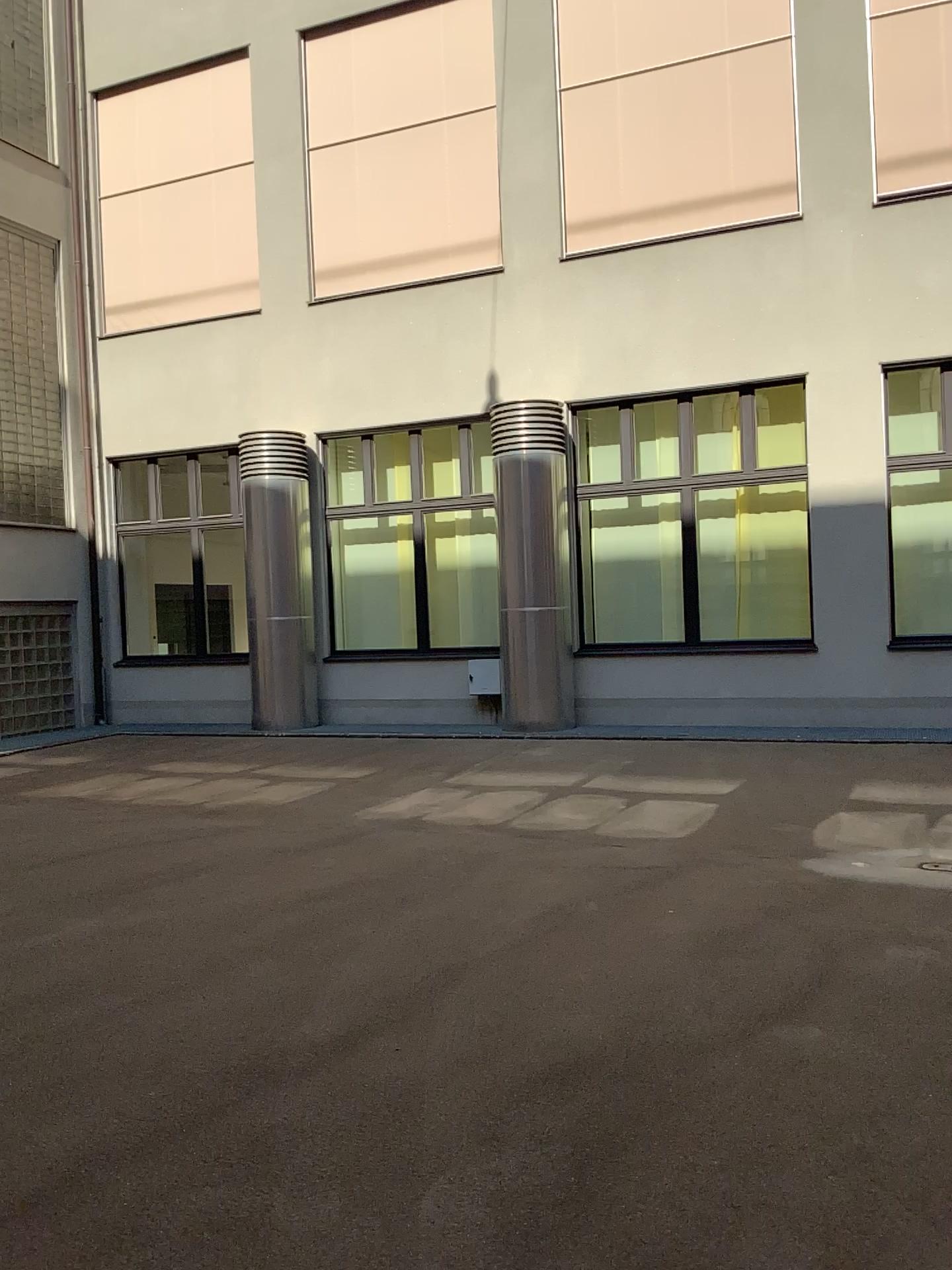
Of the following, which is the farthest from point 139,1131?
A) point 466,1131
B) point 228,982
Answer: point 228,982
